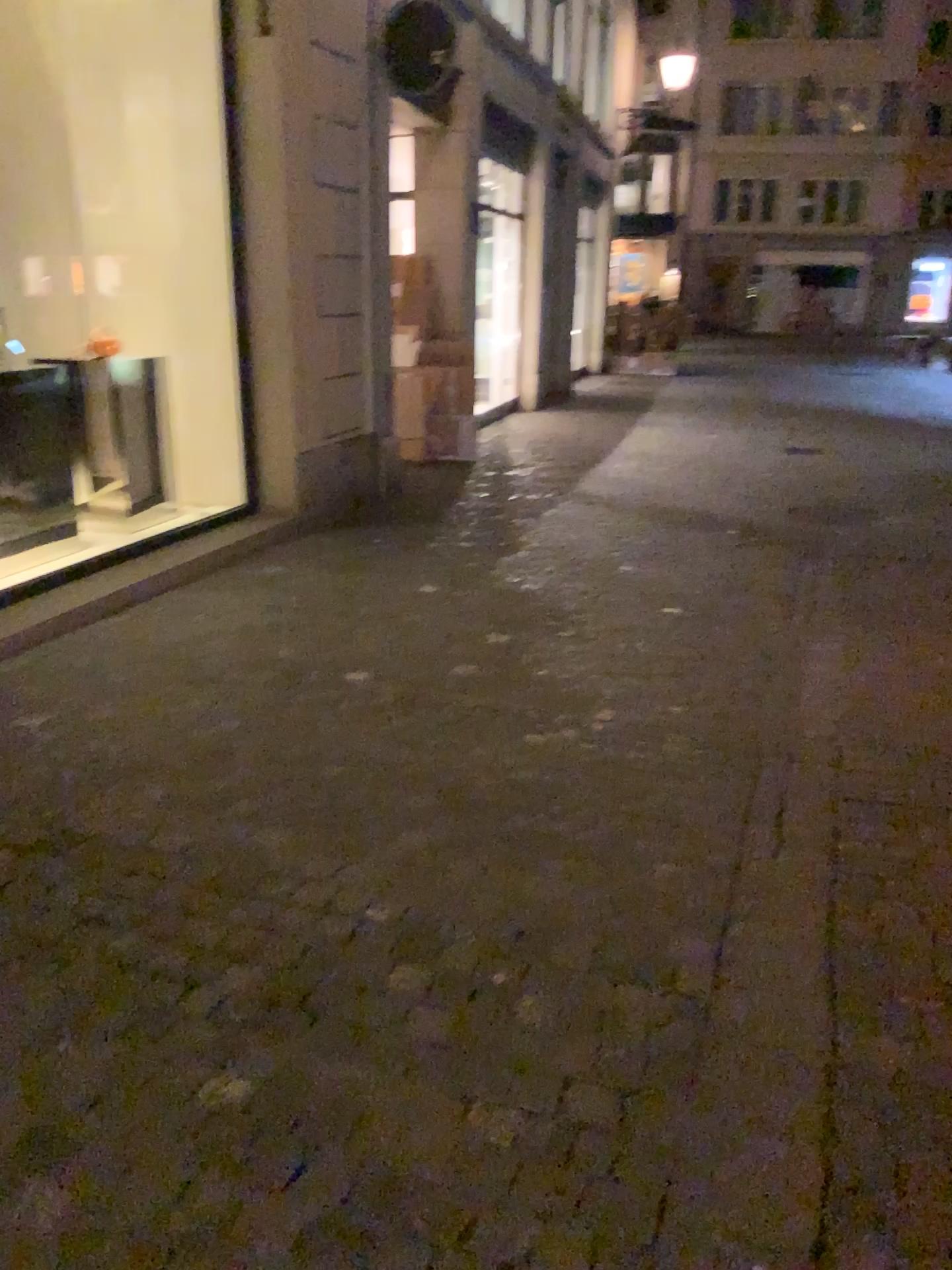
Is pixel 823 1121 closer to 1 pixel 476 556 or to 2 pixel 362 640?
2 pixel 362 640
